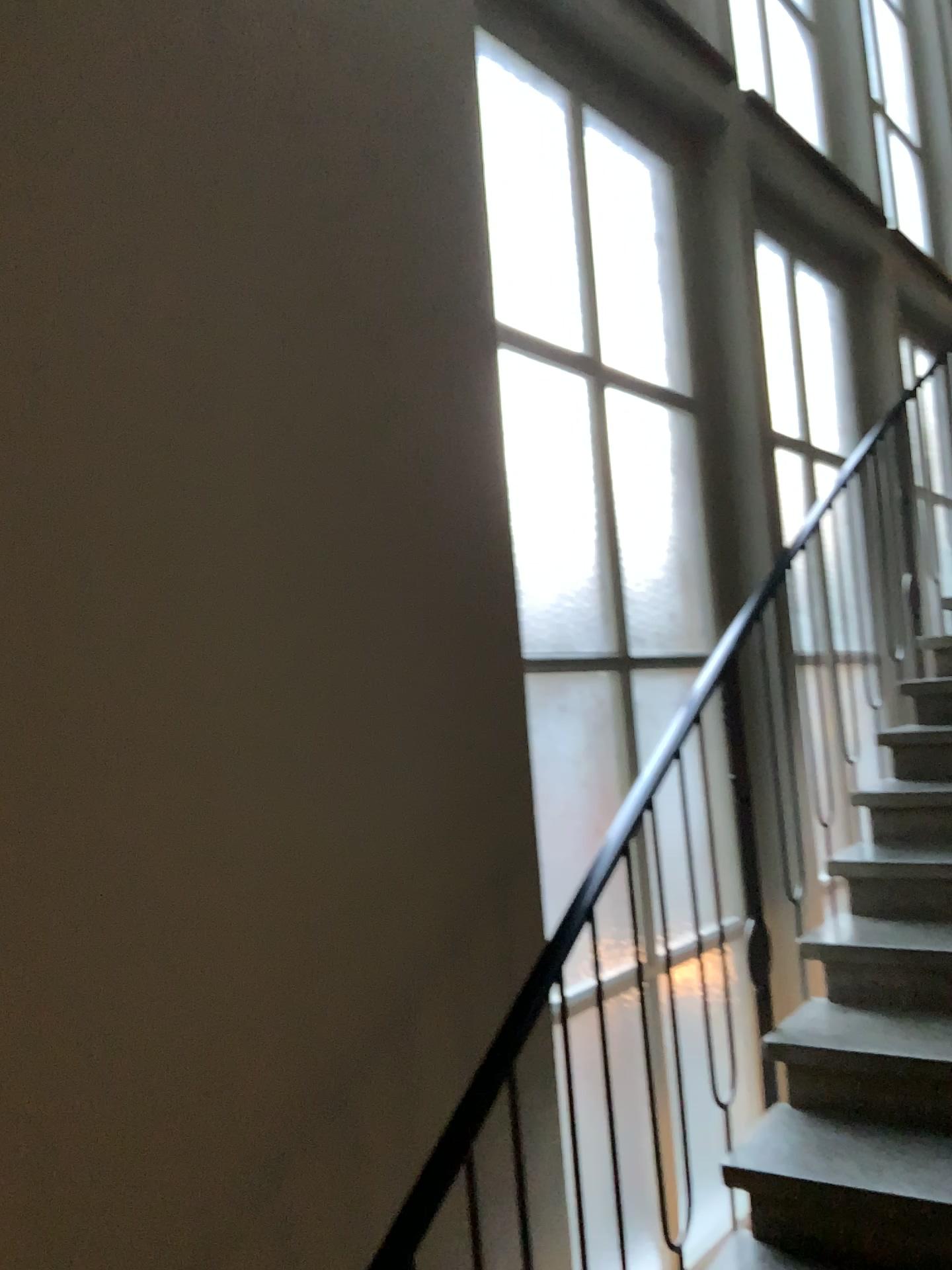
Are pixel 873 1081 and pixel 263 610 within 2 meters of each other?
yes

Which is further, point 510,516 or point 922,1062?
point 510,516

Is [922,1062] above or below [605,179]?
below

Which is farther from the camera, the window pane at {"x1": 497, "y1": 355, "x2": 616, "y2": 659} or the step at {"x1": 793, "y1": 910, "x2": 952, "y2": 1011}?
the window pane at {"x1": 497, "y1": 355, "x2": 616, "y2": 659}

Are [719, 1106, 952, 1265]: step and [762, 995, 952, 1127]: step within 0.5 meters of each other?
yes

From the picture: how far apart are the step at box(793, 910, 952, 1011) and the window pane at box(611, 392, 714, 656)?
1.0 meters

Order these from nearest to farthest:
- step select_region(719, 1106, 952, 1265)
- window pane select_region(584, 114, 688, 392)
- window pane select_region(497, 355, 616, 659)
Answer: step select_region(719, 1106, 952, 1265) → window pane select_region(497, 355, 616, 659) → window pane select_region(584, 114, 688, 392)

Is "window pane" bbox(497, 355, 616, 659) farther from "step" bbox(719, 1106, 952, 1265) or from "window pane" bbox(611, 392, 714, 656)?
"step" bbox(719, 1106, 952, 1265)

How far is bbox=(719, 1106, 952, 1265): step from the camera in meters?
2.0 m

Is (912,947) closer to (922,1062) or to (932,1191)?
(922,1062)
